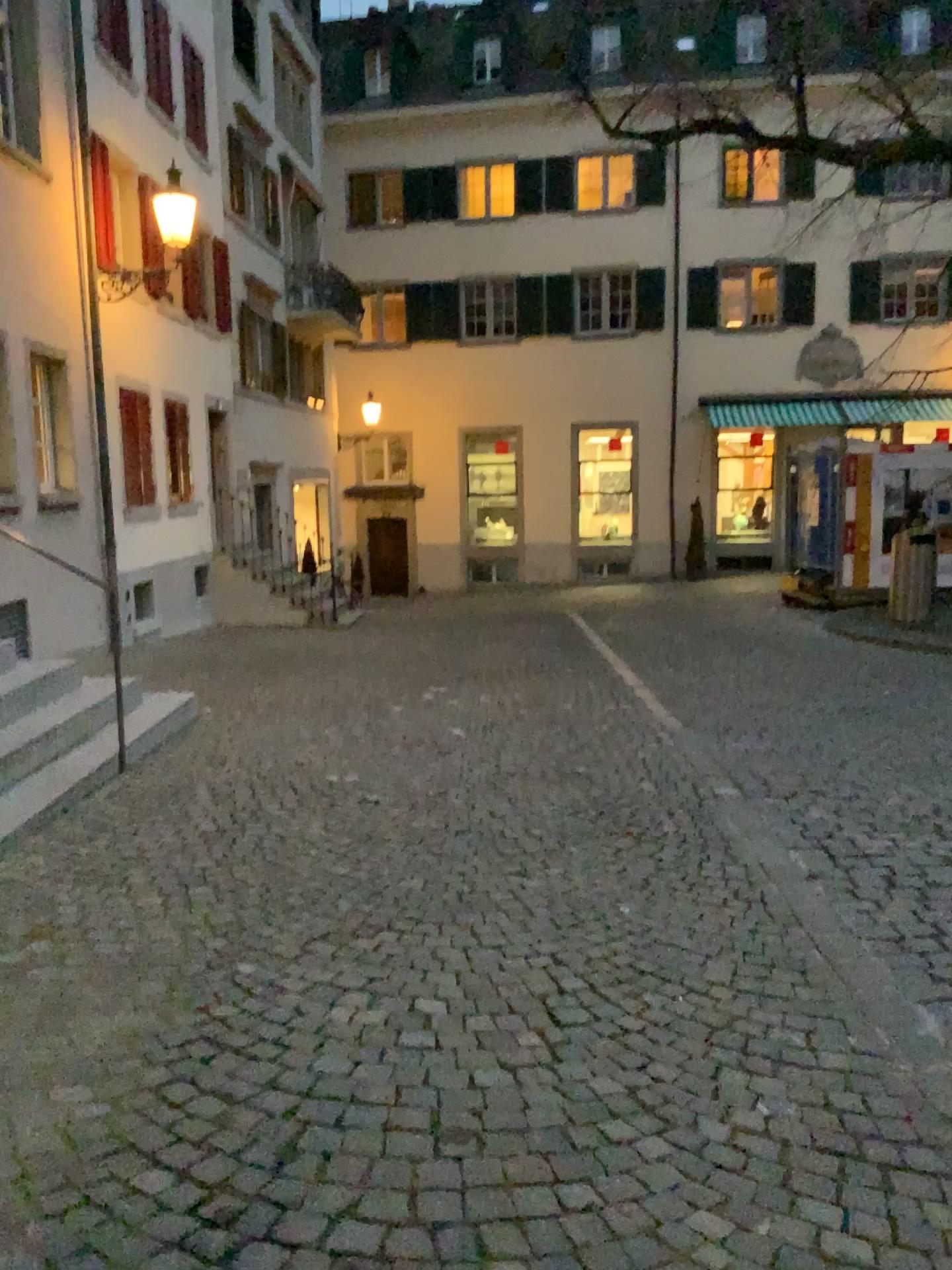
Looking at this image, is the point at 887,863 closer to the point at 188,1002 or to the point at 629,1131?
the point at 629,1131
